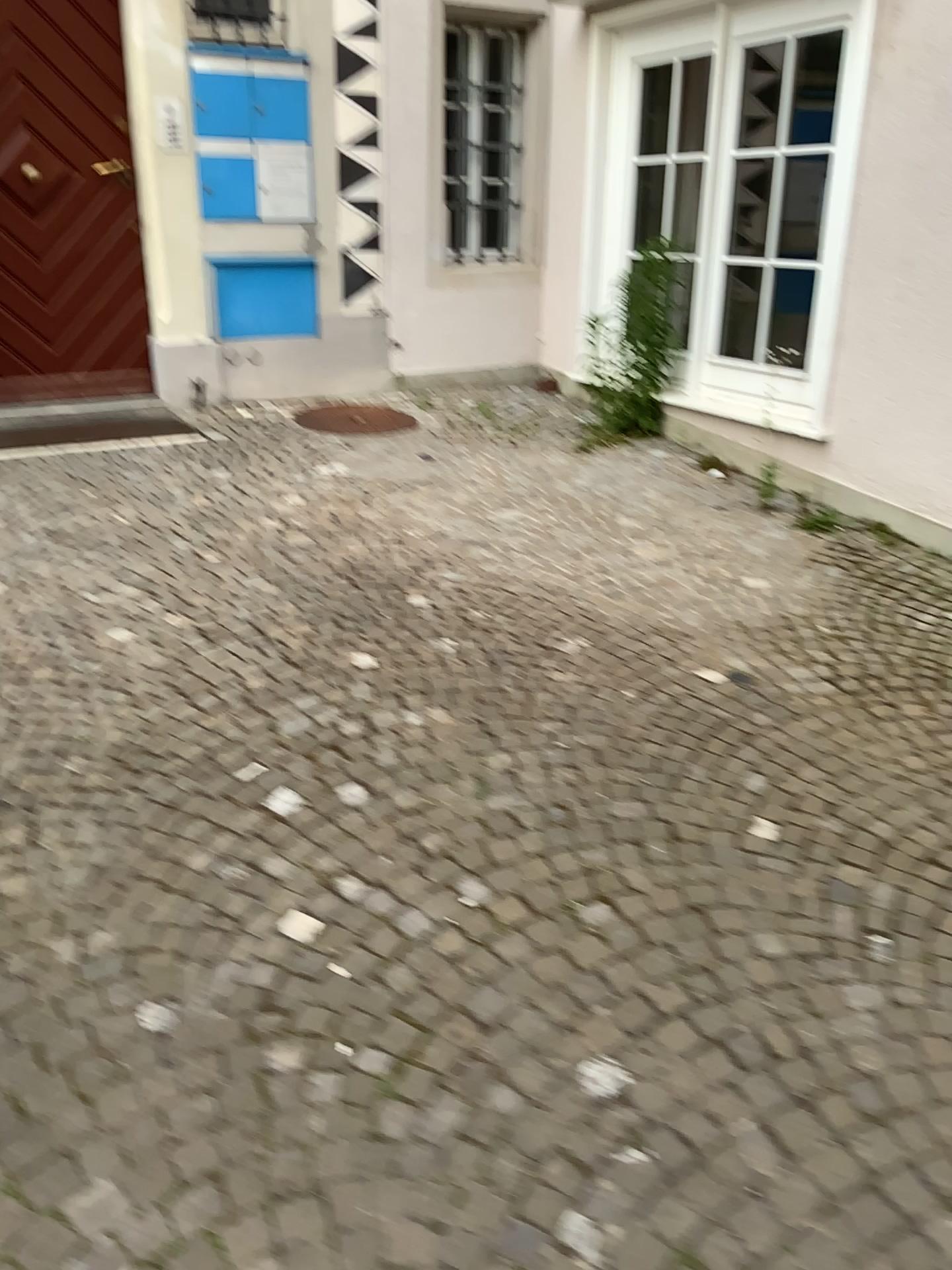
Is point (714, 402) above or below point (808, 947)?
above
